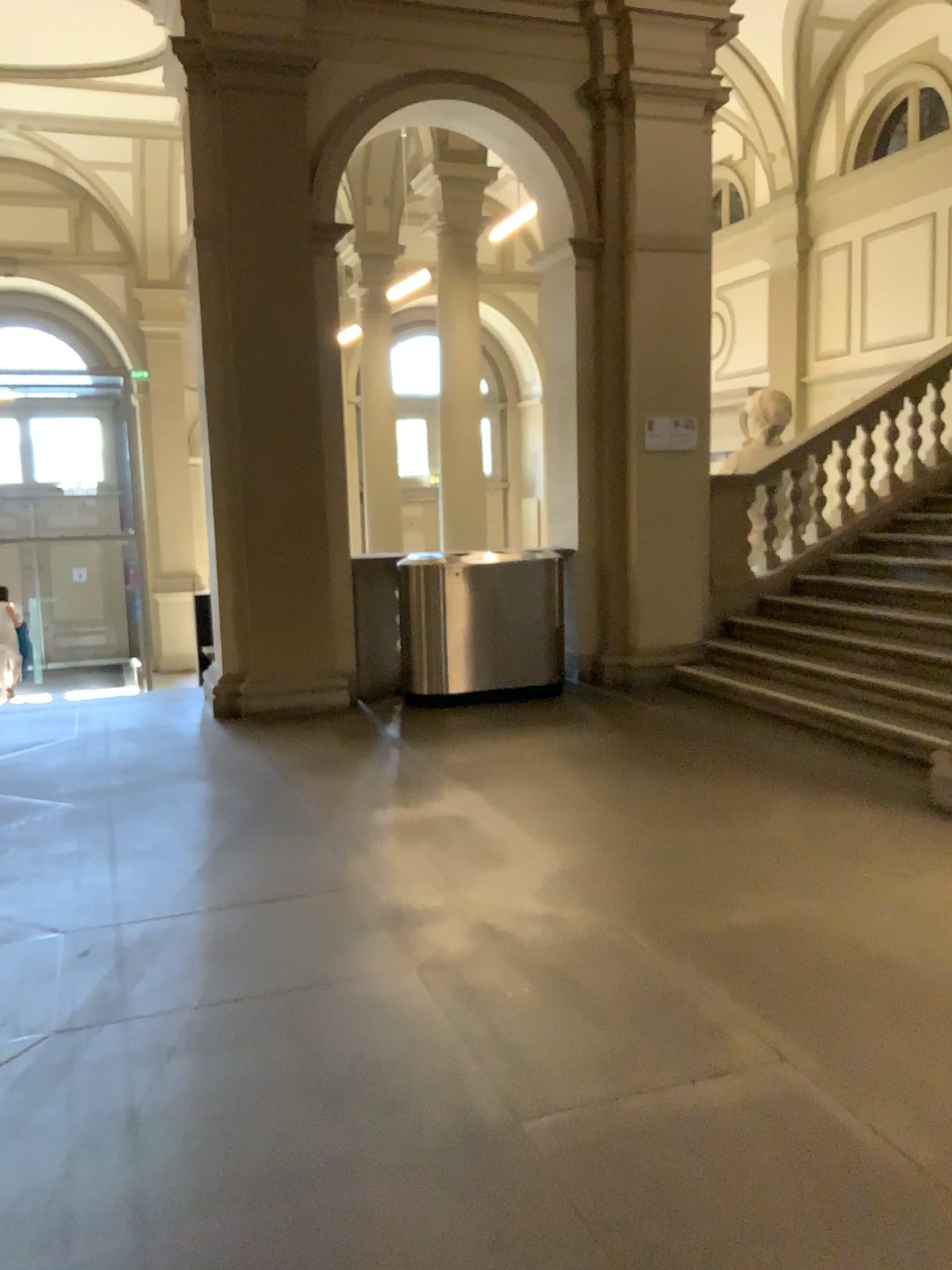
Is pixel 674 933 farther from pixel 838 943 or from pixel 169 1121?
pixel 169 1121
